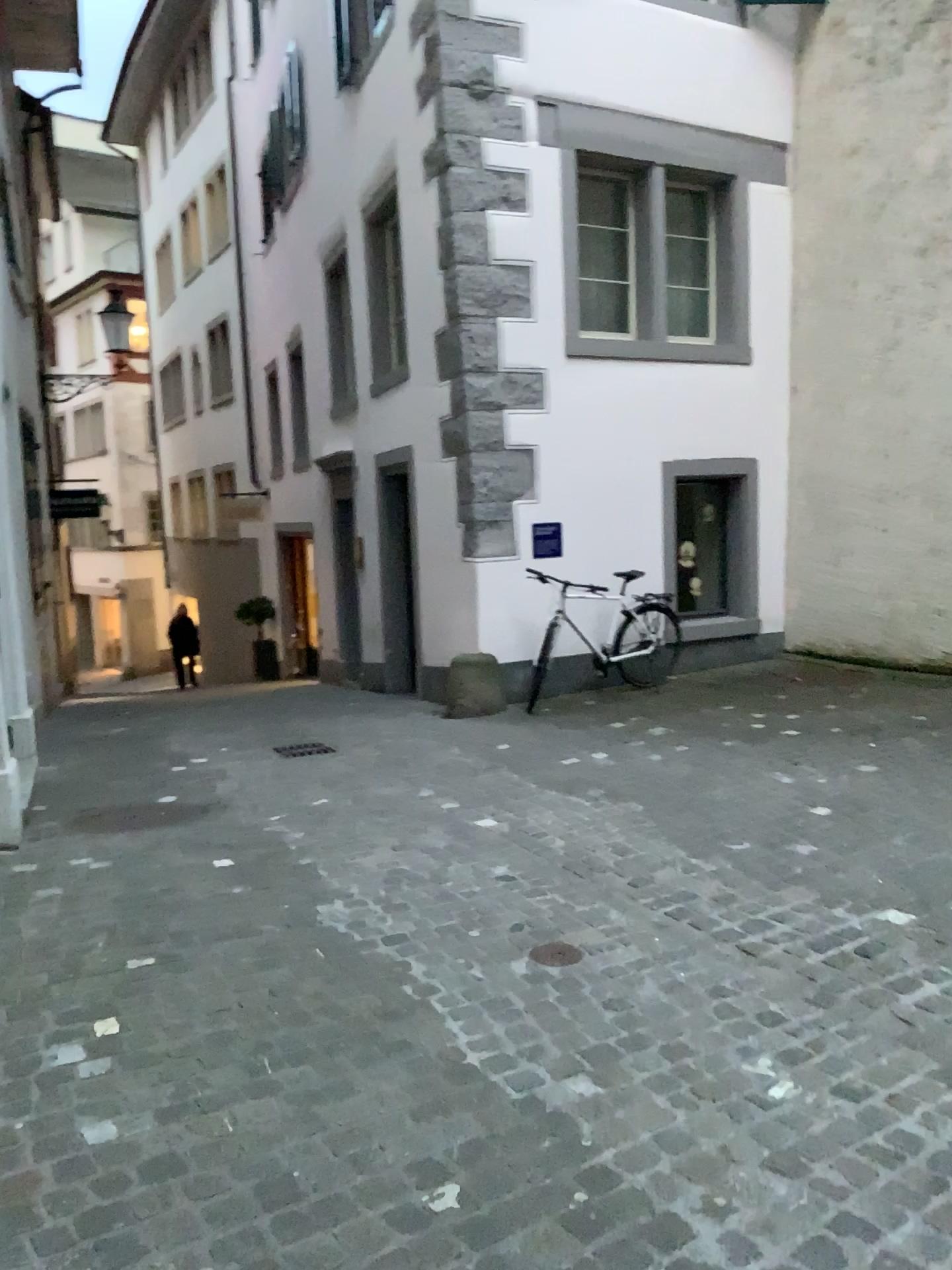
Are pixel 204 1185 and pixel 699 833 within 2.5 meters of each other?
no
